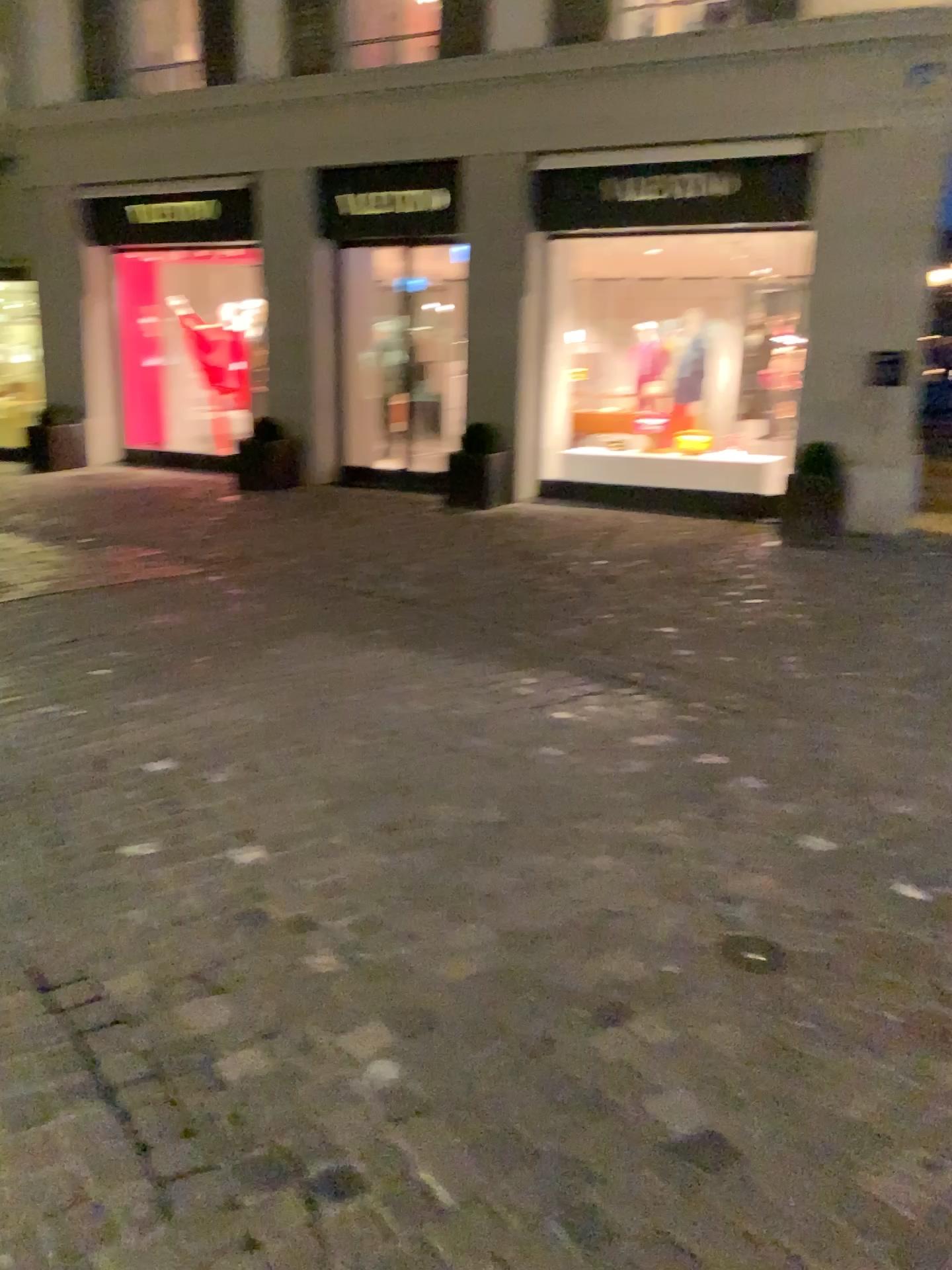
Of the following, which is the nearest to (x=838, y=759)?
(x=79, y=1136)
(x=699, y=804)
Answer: (x=699, y=804)
